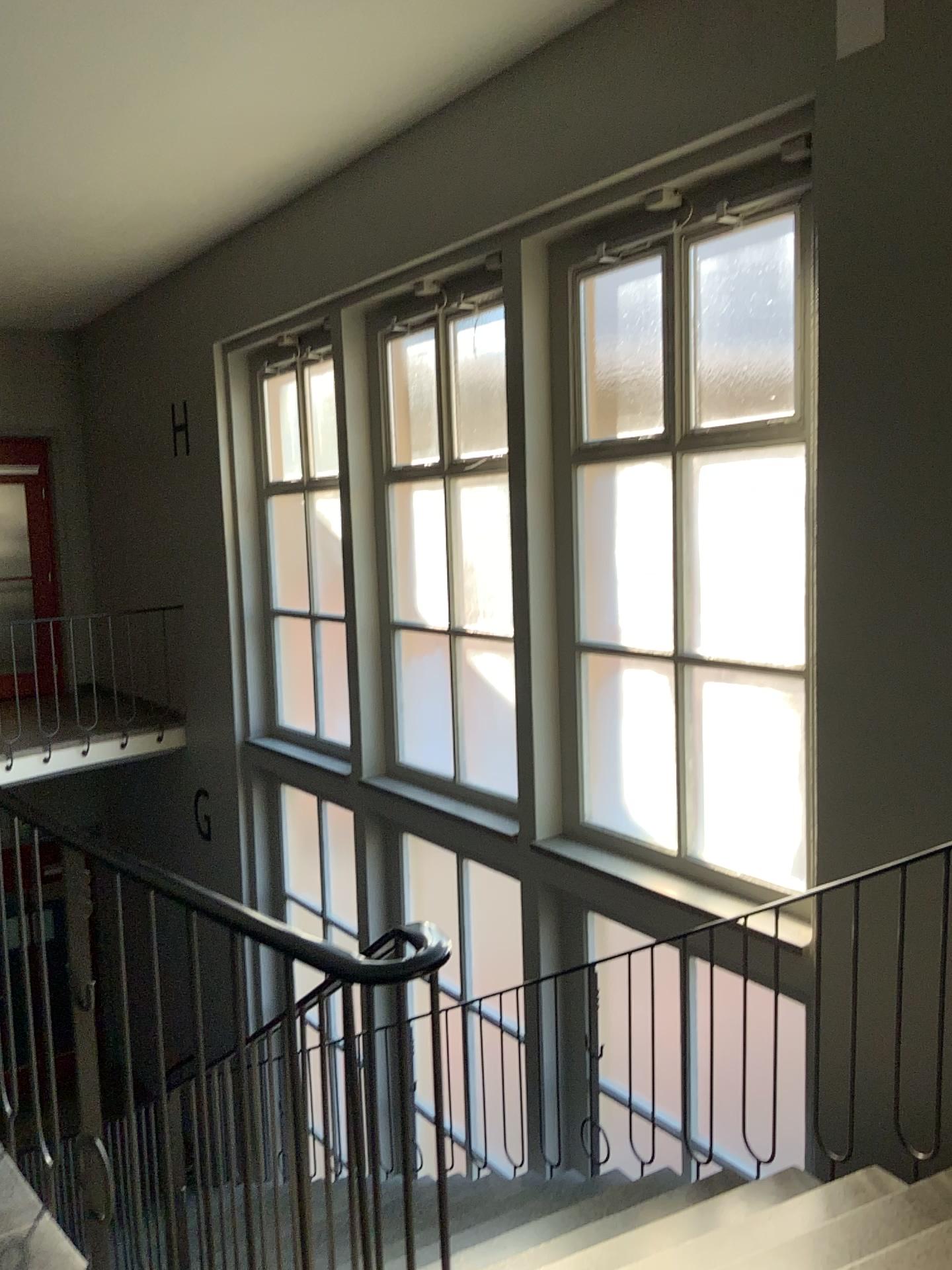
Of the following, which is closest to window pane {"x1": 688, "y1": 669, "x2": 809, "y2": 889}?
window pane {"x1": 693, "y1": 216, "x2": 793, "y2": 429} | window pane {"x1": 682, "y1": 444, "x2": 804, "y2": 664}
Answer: window pane {"x1": 682, "y1": 444, "x2": 804, "y2": 664}

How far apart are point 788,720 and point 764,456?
1.0m

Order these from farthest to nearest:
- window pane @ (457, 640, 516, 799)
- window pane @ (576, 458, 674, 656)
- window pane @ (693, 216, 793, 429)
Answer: window pane @ (457, 640, 516, 799) → window pane @ (576, 458, 674, 656) → window pane @ (693, 216, 793, 429)

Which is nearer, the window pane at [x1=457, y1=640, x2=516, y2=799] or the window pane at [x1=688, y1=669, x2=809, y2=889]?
the window pane at [x1=688, y1=669, x2=809, y2=889]

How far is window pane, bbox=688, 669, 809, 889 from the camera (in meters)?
3.93

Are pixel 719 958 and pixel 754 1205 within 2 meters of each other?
yes

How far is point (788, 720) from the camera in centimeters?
393cm

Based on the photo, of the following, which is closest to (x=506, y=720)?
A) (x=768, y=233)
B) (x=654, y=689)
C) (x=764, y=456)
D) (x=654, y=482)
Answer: (x=654, y=689)

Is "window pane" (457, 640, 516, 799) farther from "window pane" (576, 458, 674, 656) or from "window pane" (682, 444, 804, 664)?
"window pane" (682, 444, 804, 664)

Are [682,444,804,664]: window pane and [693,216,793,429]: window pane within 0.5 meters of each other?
yes
